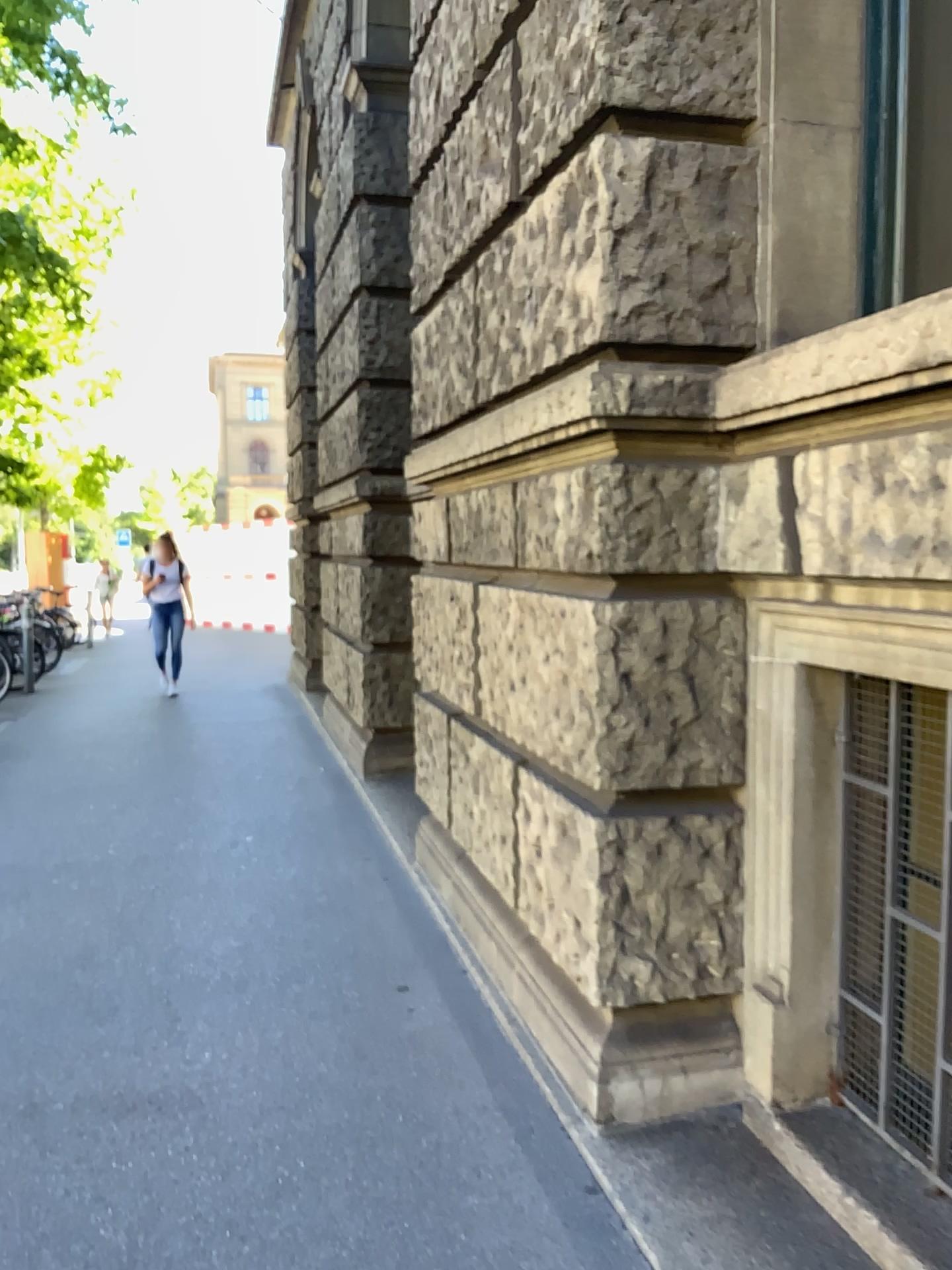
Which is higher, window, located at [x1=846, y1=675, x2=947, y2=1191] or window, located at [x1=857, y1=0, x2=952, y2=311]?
window, located at [x1=857, y1=0, x2=952, y2=311]

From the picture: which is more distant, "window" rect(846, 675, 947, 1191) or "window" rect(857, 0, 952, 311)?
"window" rect(857, 0, 952, 311)

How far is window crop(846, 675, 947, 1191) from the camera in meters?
2.1

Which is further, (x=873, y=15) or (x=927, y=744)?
(x=873, y=15)

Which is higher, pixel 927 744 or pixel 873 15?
pixel 873 15

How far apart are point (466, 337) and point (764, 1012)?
2.2 meters

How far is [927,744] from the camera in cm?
206
